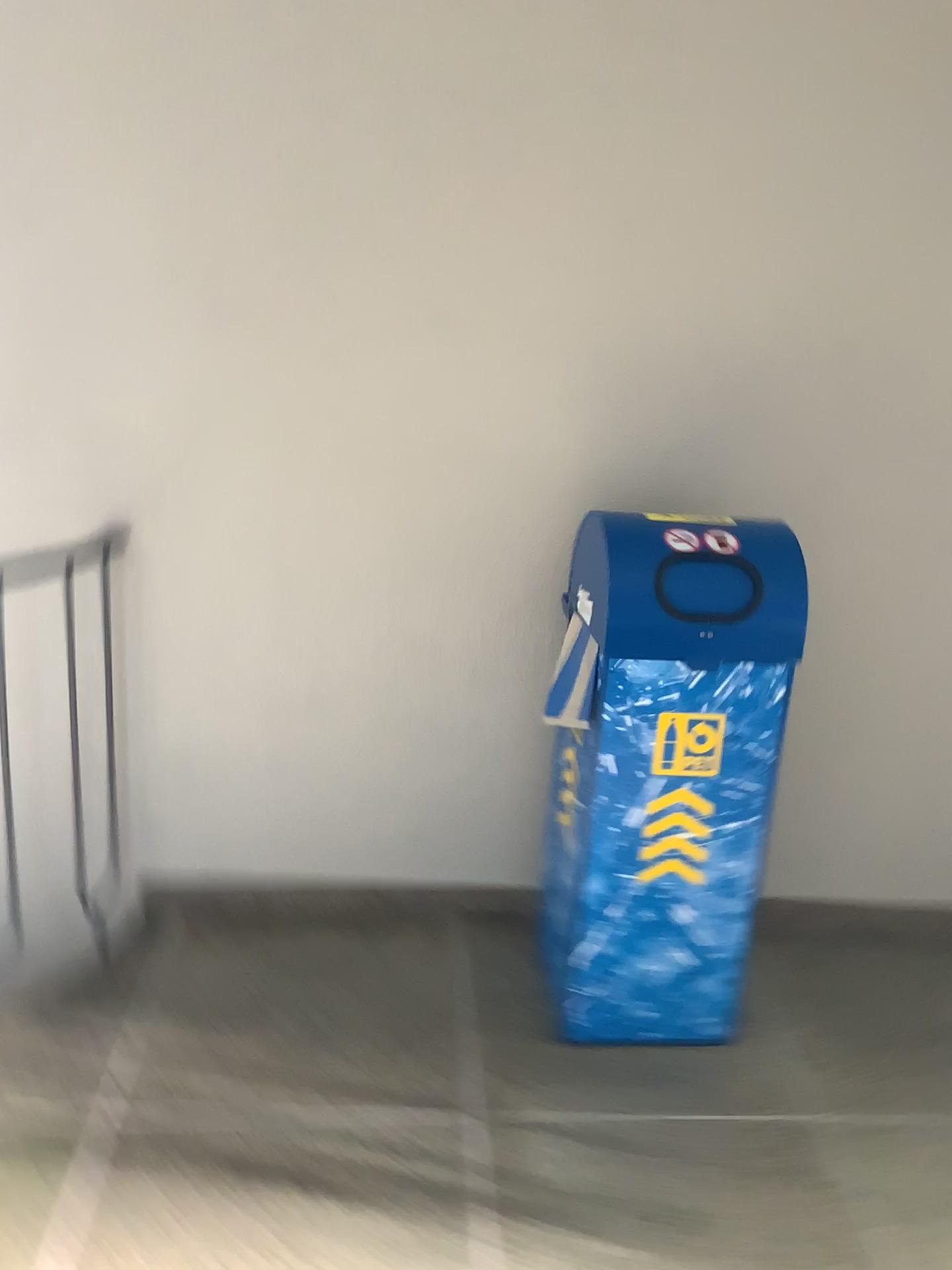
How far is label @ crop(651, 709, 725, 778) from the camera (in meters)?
2.00

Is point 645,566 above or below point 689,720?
above

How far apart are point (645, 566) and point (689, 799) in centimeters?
46cm

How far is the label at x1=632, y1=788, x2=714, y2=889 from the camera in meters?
2.0

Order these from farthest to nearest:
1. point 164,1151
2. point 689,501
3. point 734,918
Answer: point 689,501, point 734,918, point 164,1151

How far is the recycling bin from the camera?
2.0m

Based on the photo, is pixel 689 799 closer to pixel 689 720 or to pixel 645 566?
pixel 689 720
